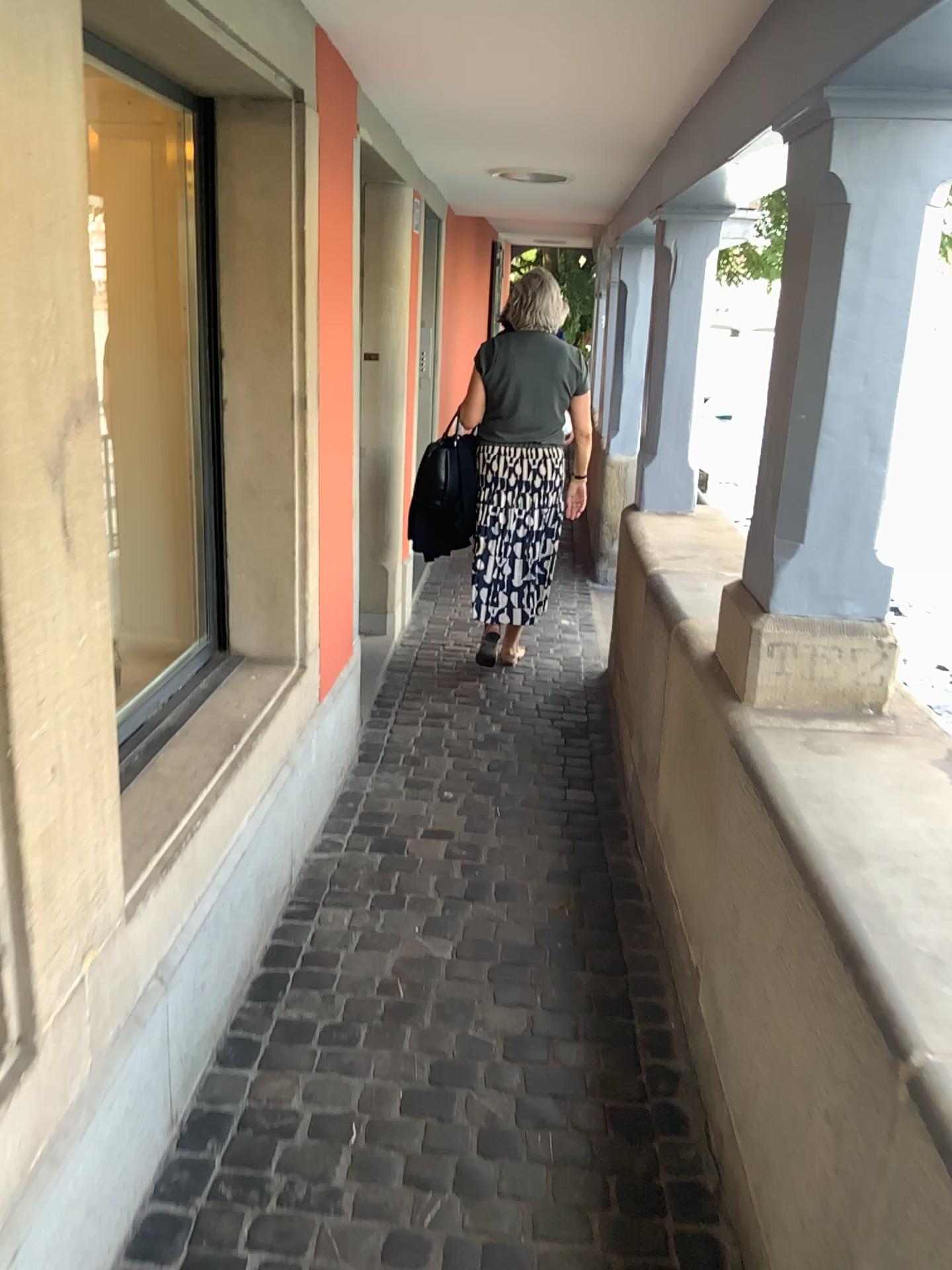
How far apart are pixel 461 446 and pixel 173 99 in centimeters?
210cm

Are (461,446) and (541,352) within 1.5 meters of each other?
yes

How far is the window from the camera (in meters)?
2.46

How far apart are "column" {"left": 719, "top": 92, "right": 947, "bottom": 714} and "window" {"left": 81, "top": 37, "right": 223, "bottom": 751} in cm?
126

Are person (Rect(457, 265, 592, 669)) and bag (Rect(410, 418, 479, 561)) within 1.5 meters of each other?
yes

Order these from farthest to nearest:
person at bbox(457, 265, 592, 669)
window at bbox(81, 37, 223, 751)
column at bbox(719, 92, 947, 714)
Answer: person at bbox(457, 265, 592, 669), window at bbox(81, 37, 223, 751), column at bbox(719, 92, 947, 714)

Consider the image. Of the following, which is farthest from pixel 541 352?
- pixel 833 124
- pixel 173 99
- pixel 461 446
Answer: → pixel 833 124

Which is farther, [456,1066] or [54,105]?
[456,1066]

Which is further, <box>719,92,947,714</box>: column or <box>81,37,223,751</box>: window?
<box>81,37,223,751</box>: window

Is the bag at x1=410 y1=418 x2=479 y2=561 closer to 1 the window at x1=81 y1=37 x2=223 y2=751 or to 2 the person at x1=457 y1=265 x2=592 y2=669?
2 the person at x1=457 y1=265 x2=592 y2=669
